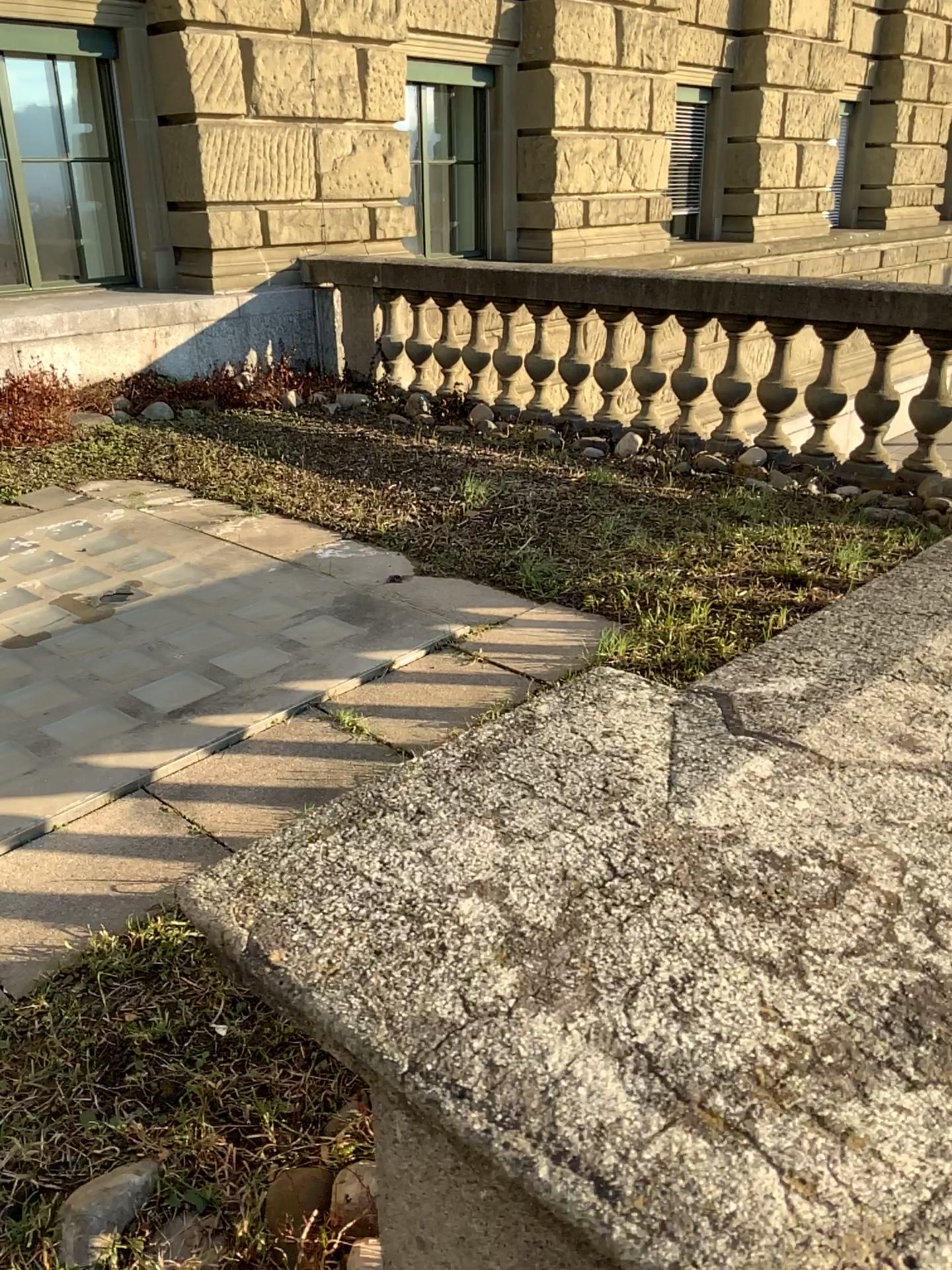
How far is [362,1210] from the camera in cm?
141

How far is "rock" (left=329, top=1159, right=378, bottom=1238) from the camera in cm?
141

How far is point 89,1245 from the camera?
1.38m

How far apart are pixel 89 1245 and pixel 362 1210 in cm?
36

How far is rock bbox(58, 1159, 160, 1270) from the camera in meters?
1.4 m

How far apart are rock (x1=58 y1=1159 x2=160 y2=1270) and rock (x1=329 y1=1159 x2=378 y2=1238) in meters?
0.3

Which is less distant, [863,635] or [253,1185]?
[863,635]
